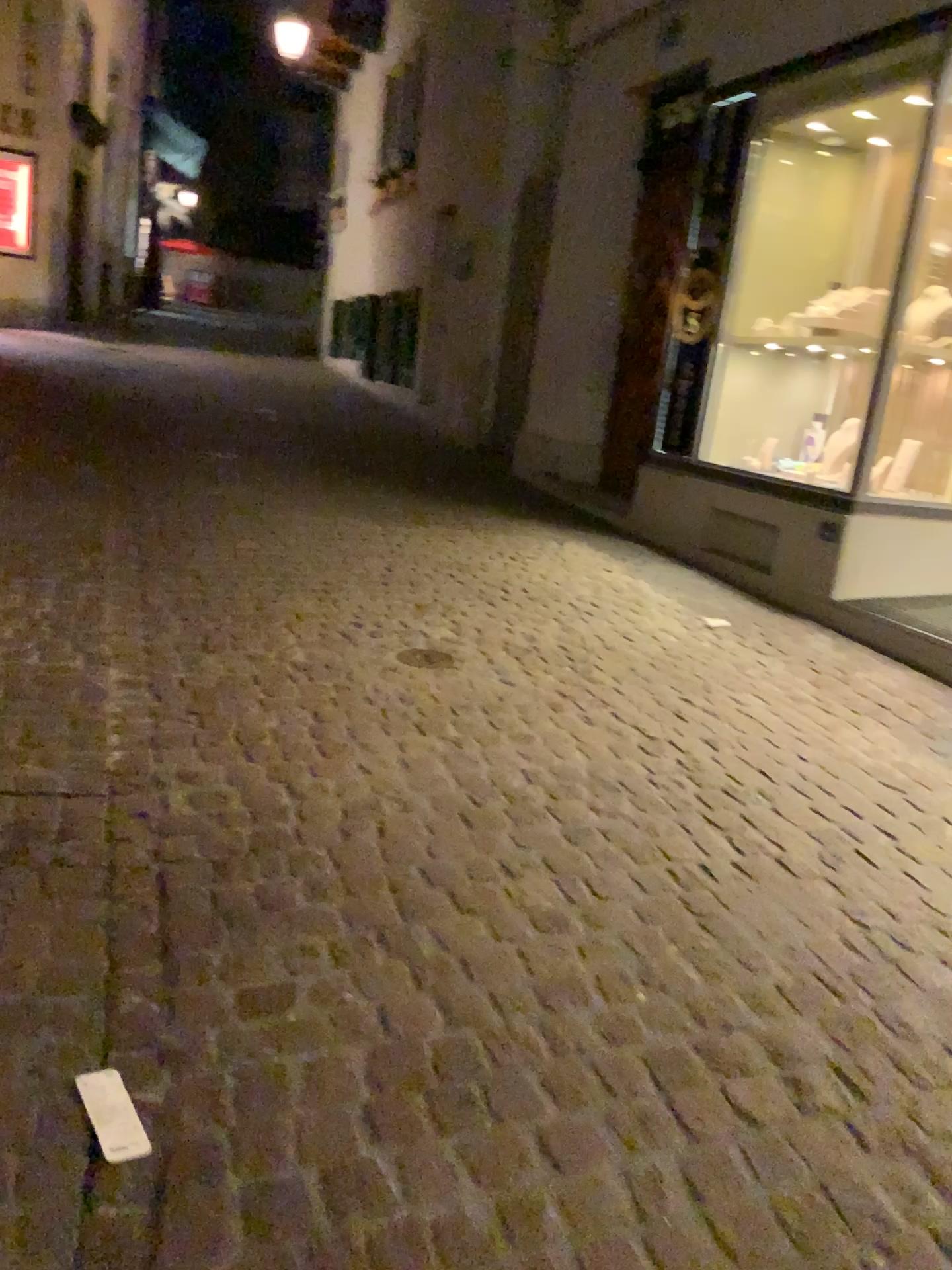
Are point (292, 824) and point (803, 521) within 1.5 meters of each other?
no
